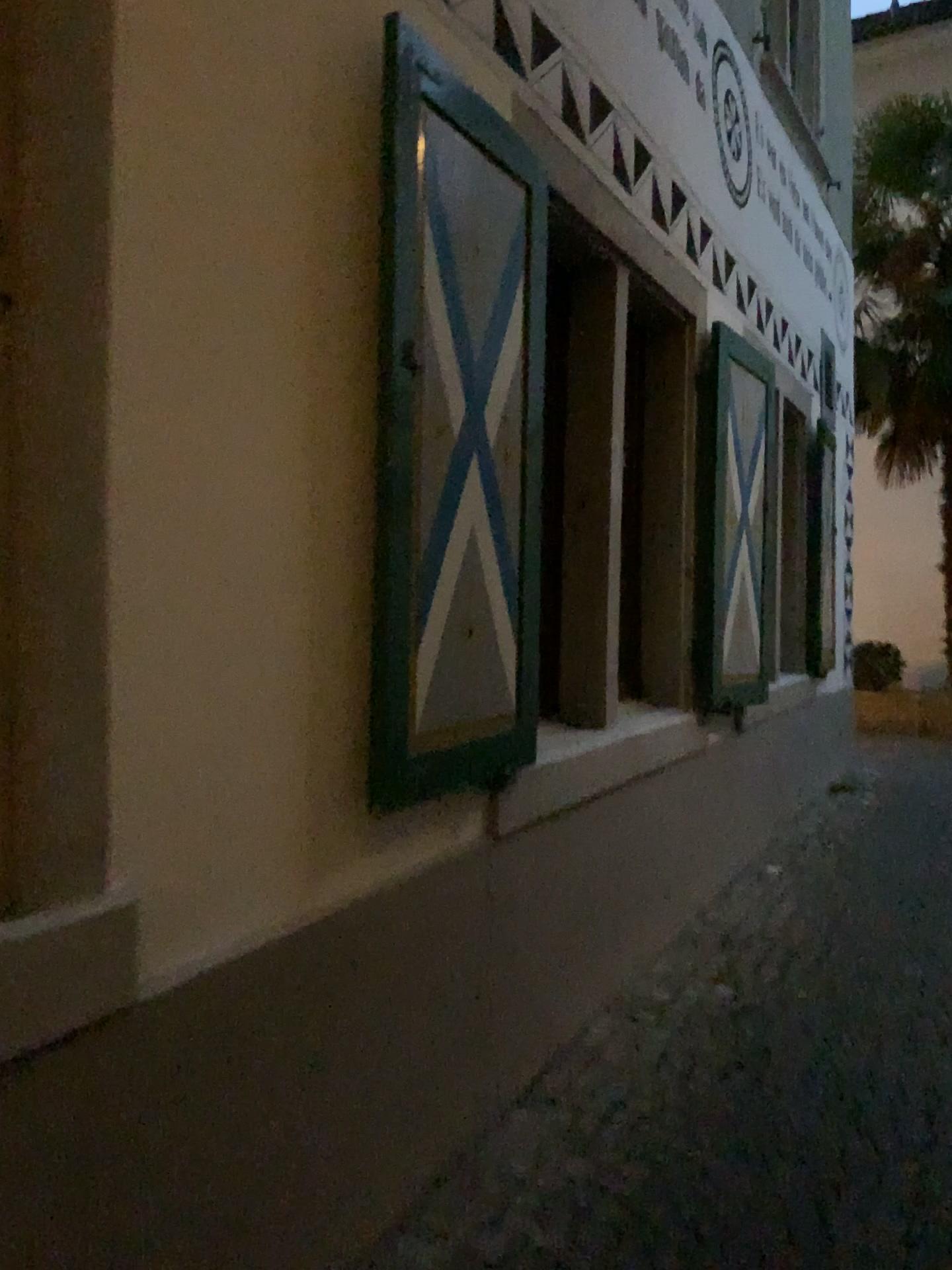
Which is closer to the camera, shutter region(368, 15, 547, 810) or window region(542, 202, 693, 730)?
shutter region(368, 15, 547, 810)

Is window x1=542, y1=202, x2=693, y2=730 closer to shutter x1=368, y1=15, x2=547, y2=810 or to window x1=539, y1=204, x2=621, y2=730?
window x1=539, y1=204, x2=621, y2=730

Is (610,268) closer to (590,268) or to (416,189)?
(590,268)

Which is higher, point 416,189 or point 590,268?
point 590,268

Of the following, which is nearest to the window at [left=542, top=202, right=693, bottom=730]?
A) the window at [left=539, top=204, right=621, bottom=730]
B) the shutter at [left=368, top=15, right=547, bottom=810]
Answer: the window at [left=539, top=204, right=621, bottom=730]

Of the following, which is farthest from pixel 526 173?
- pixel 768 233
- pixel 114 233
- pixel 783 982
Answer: pixel 768 233

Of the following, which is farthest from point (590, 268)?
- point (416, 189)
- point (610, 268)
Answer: point (416, 189)

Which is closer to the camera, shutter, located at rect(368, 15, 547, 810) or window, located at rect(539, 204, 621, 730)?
shutter, located at rect(368, 15, 547, 810)
